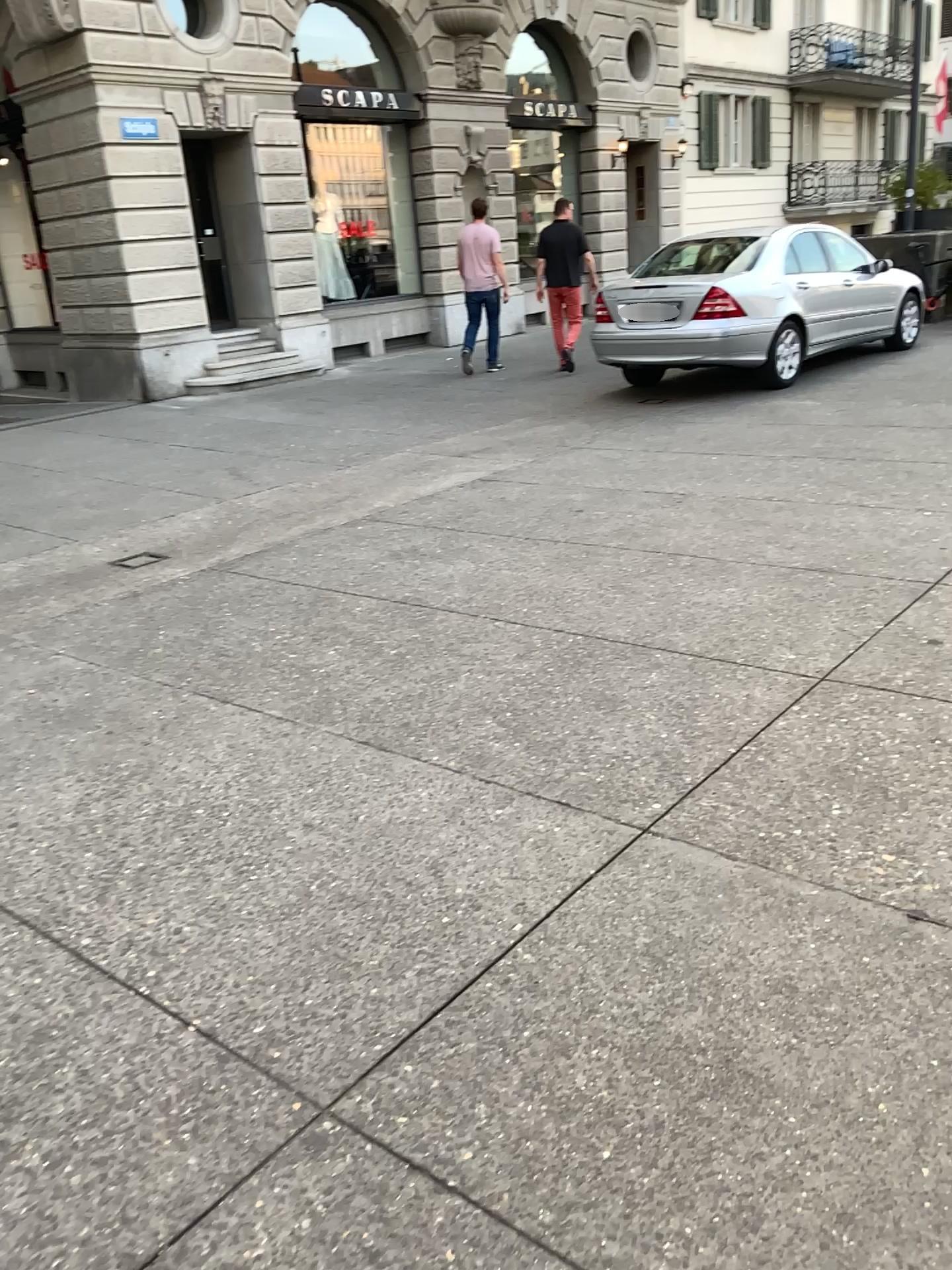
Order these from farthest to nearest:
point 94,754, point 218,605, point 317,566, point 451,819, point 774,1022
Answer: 1. point 317,566
2. point 218,605
3. point 94,754
4. point 451,819
5. point 774,1022
